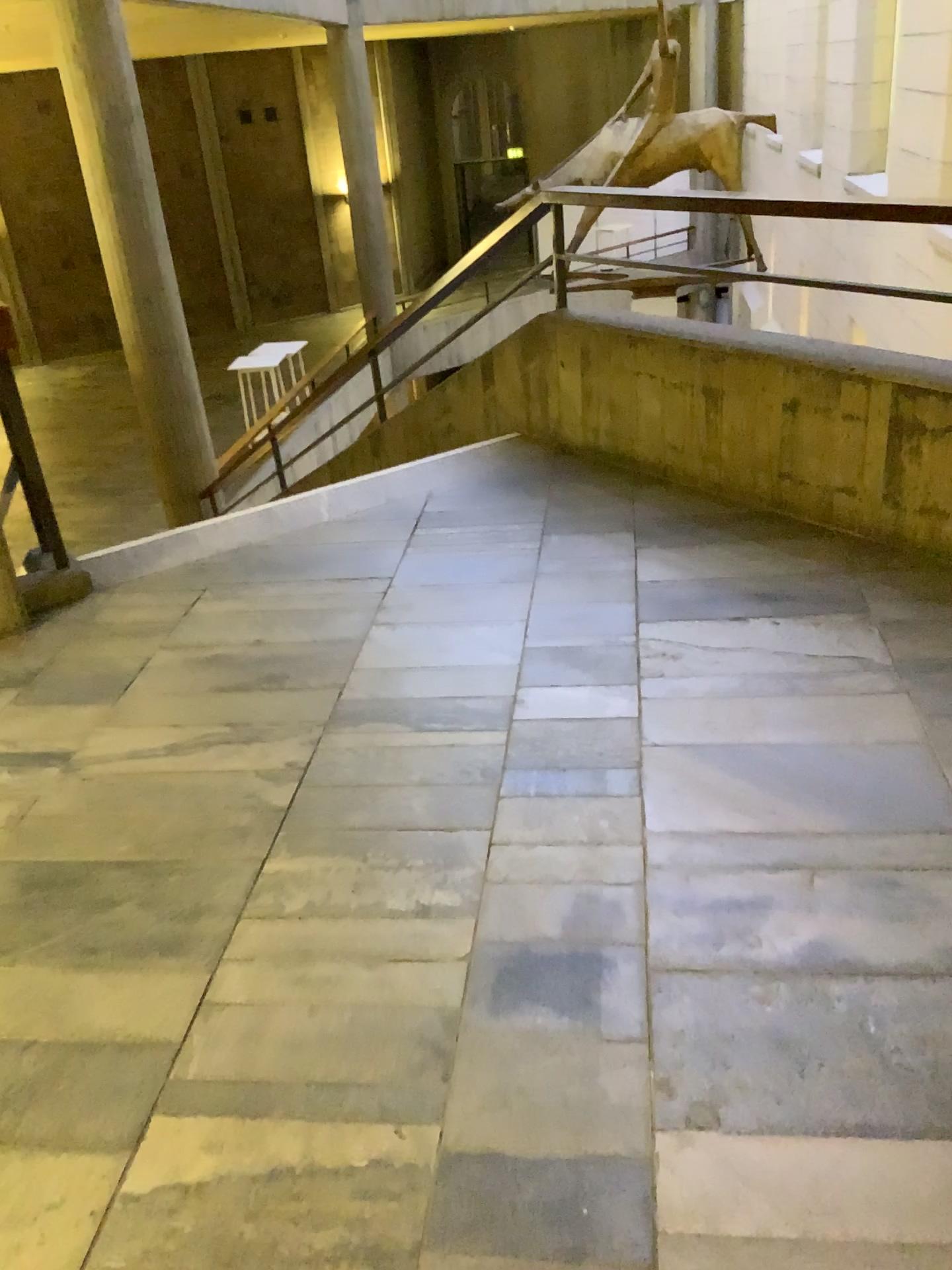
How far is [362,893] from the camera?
2.02m
